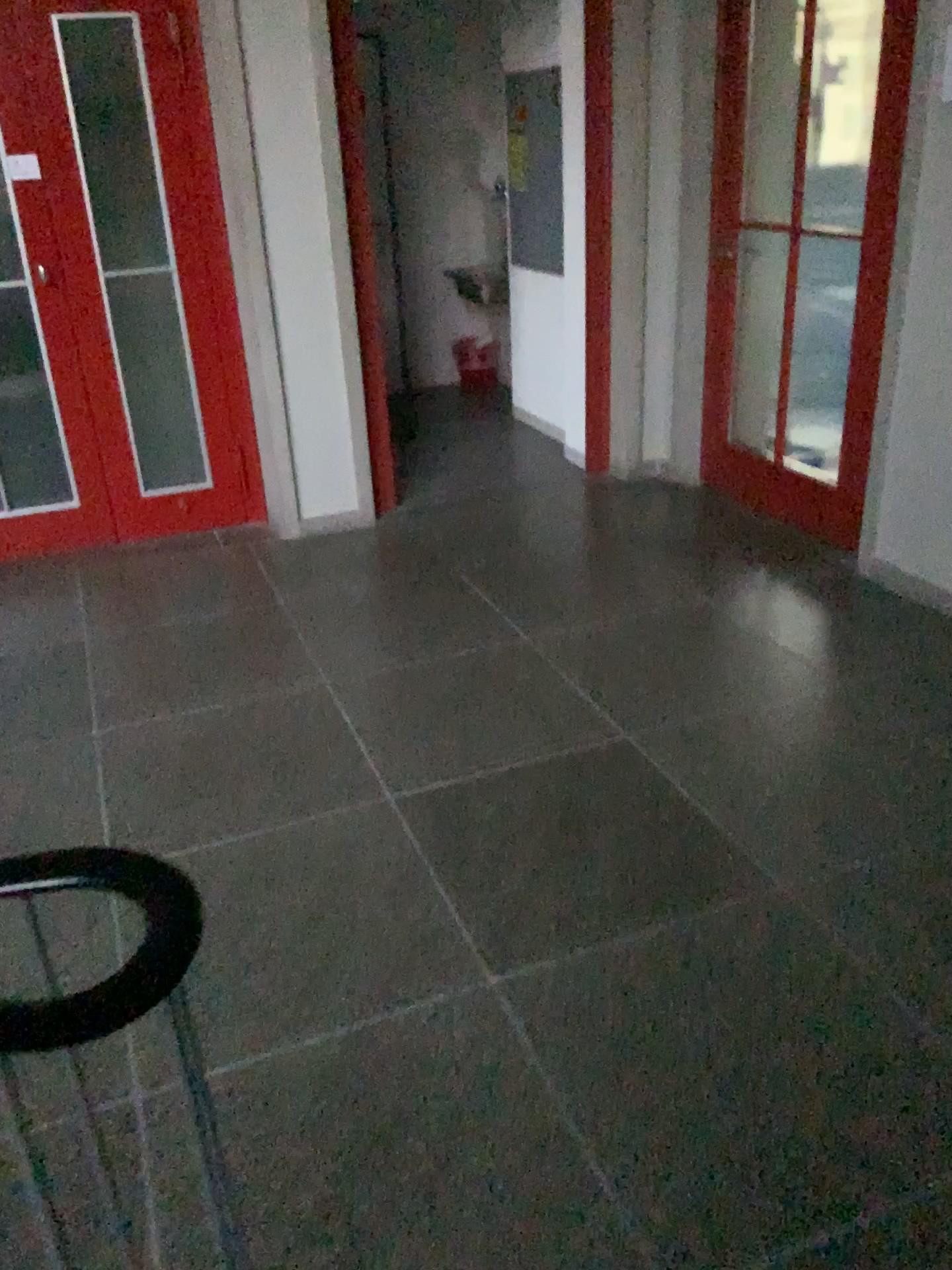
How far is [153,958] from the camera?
1.0m

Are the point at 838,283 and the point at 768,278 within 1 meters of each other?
yes

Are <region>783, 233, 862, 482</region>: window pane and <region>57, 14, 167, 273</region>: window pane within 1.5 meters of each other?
no

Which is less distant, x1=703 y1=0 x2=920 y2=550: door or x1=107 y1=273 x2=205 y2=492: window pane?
x1=703 y1=0 x2=920 y2=550: door

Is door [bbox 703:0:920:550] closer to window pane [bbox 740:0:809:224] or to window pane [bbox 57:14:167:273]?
window pane [bbox 740:0:809:224]

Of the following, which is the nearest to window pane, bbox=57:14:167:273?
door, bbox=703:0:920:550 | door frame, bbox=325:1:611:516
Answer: door frame, bbox=325:1:611:516

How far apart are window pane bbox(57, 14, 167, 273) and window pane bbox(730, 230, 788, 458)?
2.3 meters

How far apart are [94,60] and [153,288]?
0.80m

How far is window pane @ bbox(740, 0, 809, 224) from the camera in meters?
3.9 m

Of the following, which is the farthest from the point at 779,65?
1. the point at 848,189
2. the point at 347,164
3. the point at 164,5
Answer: the point at 164,5
